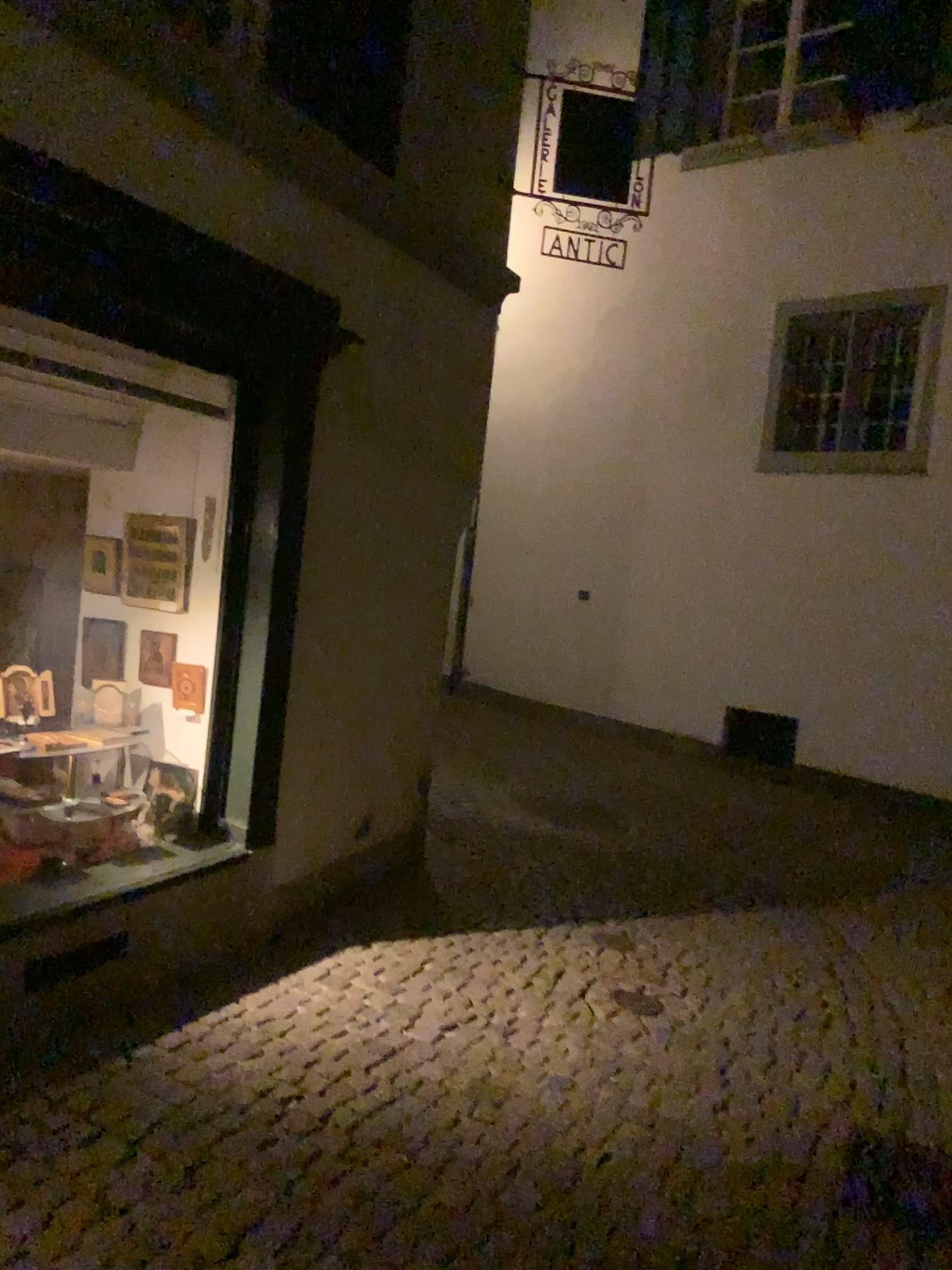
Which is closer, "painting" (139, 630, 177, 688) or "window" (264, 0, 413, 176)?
"window" (264, 0, 413, 176)

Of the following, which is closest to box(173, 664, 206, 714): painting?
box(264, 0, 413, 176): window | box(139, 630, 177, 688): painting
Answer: box(139, 630, 177, 688): painting

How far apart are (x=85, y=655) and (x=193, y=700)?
0.5m

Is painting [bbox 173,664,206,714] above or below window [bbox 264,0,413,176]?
below

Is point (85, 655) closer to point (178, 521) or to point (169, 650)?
point (169, 650)

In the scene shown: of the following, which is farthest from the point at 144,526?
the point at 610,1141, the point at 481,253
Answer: the point at 610,1141

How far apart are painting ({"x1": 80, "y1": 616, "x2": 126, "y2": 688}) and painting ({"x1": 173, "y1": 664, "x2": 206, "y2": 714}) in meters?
0.3

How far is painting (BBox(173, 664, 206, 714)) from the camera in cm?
395

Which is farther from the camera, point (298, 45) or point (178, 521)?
point (178, 521)

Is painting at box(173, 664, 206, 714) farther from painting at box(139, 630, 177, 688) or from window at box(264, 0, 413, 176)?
window at box(264, 0, 413, 176)
